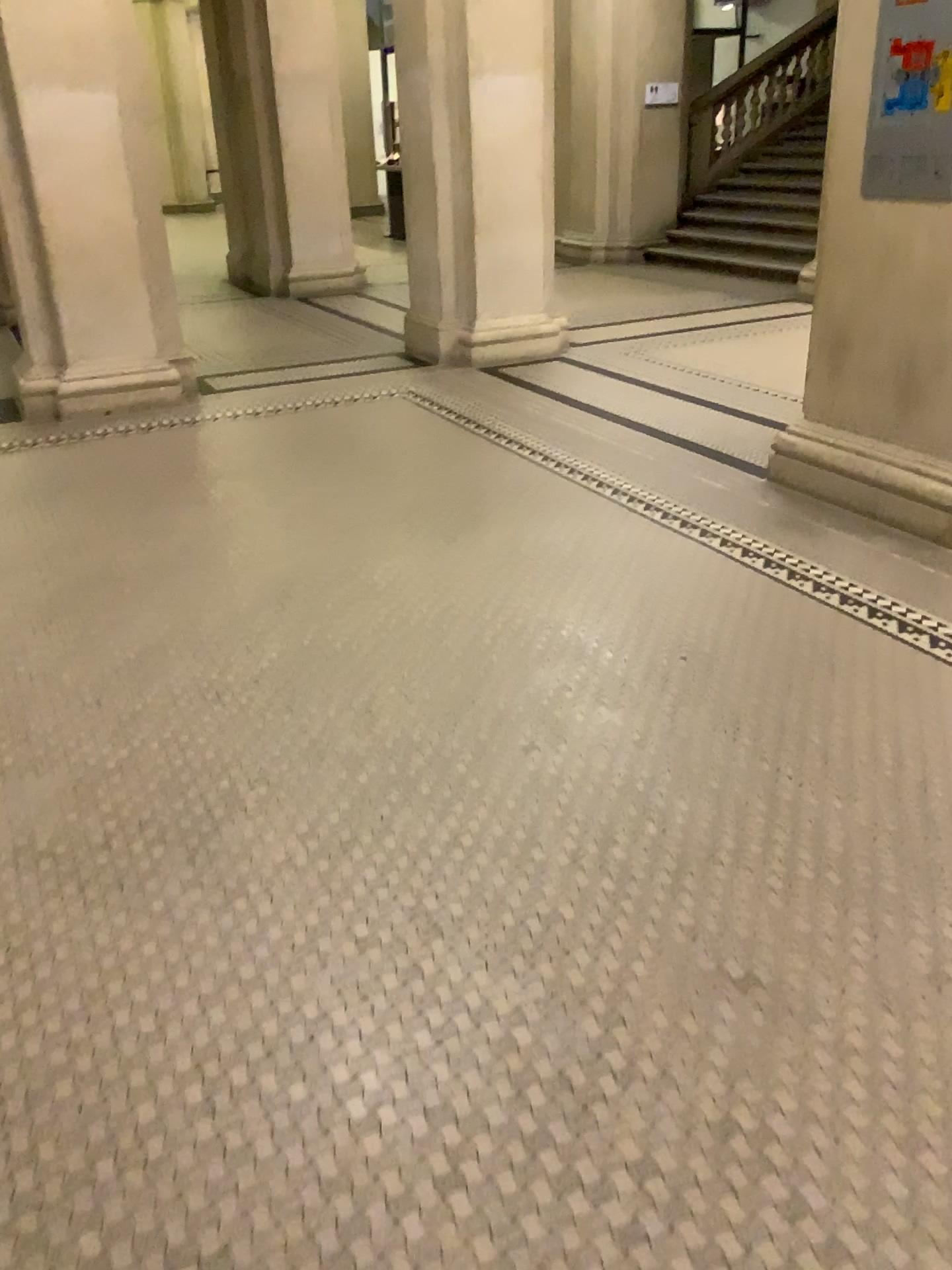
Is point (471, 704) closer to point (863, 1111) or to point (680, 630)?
point (680, 630)
